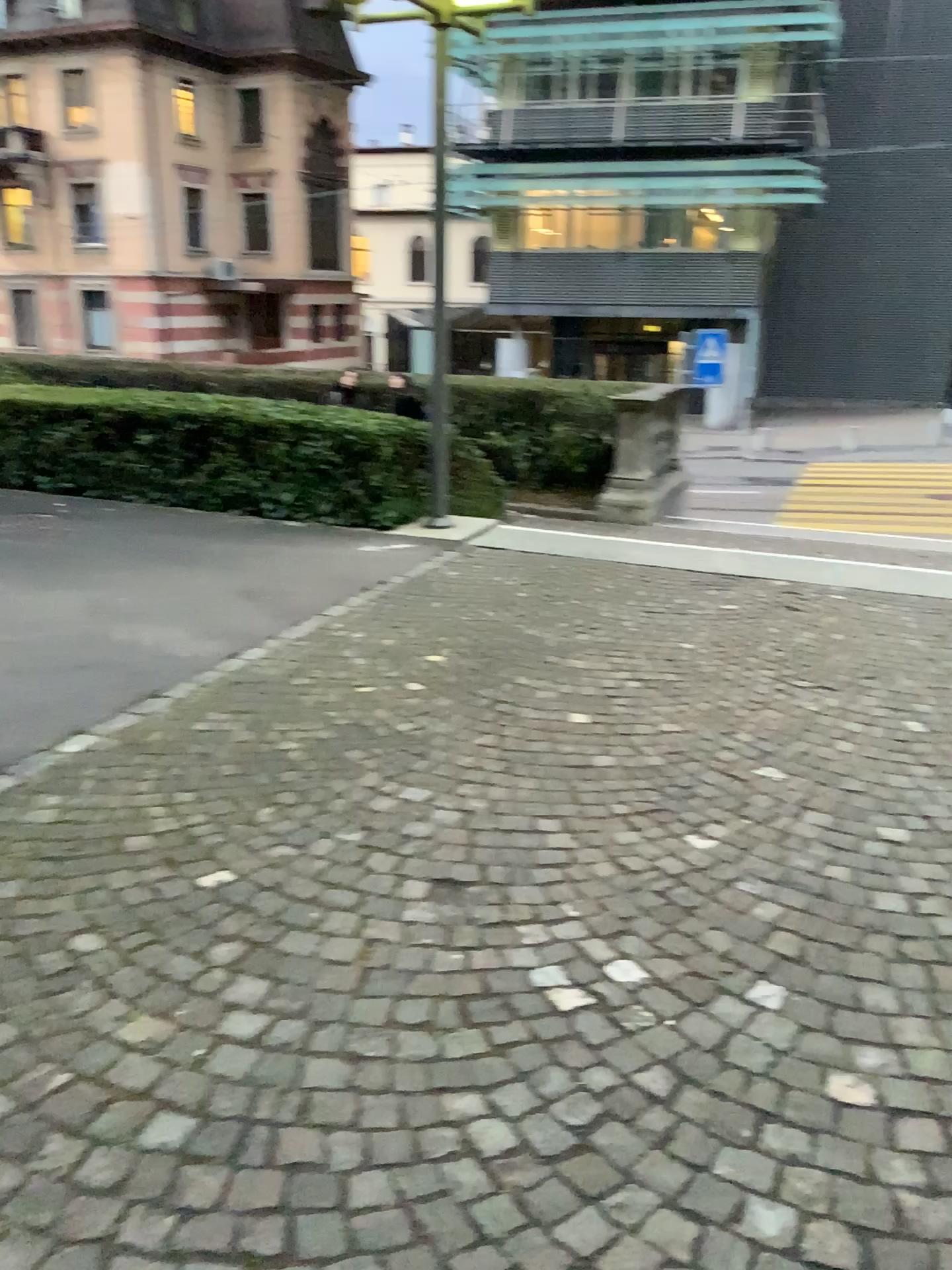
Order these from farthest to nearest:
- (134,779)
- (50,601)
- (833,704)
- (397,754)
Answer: (50,601) < (833,704) < (397,754) < (134,779)
